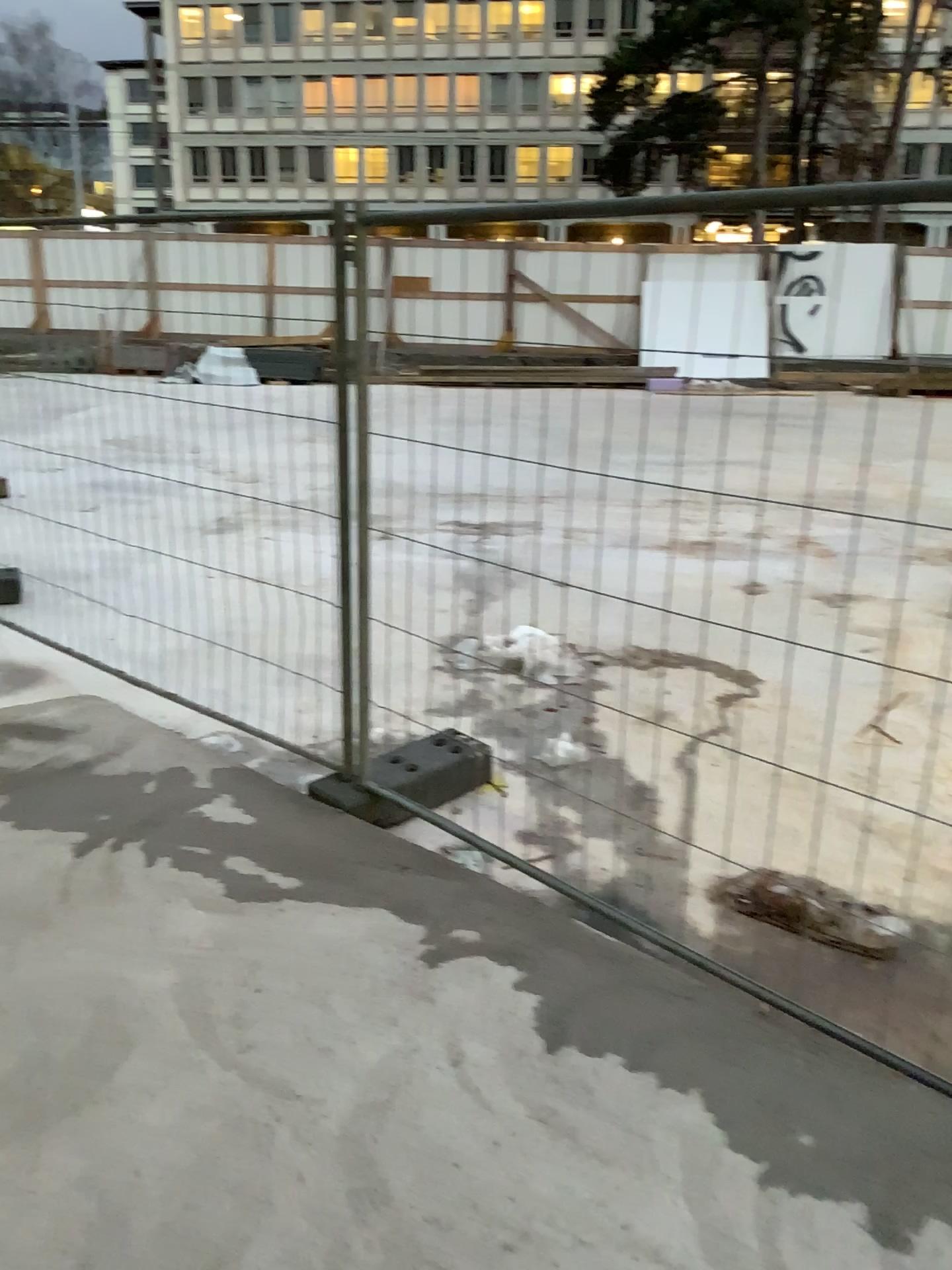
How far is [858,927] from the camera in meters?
2.8

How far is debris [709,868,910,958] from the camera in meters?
2.8

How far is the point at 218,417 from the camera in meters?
3.7 m
